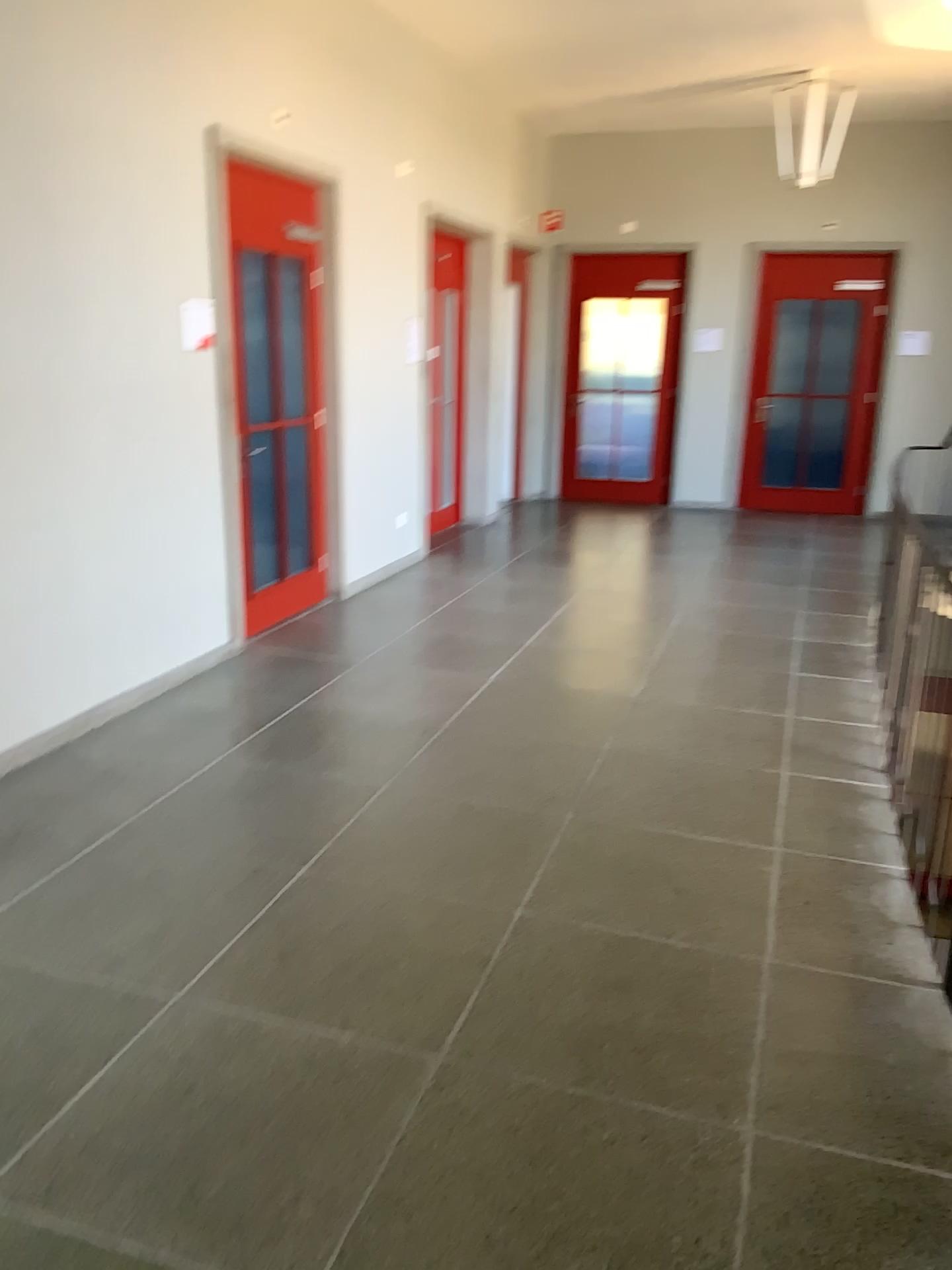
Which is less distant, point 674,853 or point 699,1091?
point 699,1091
